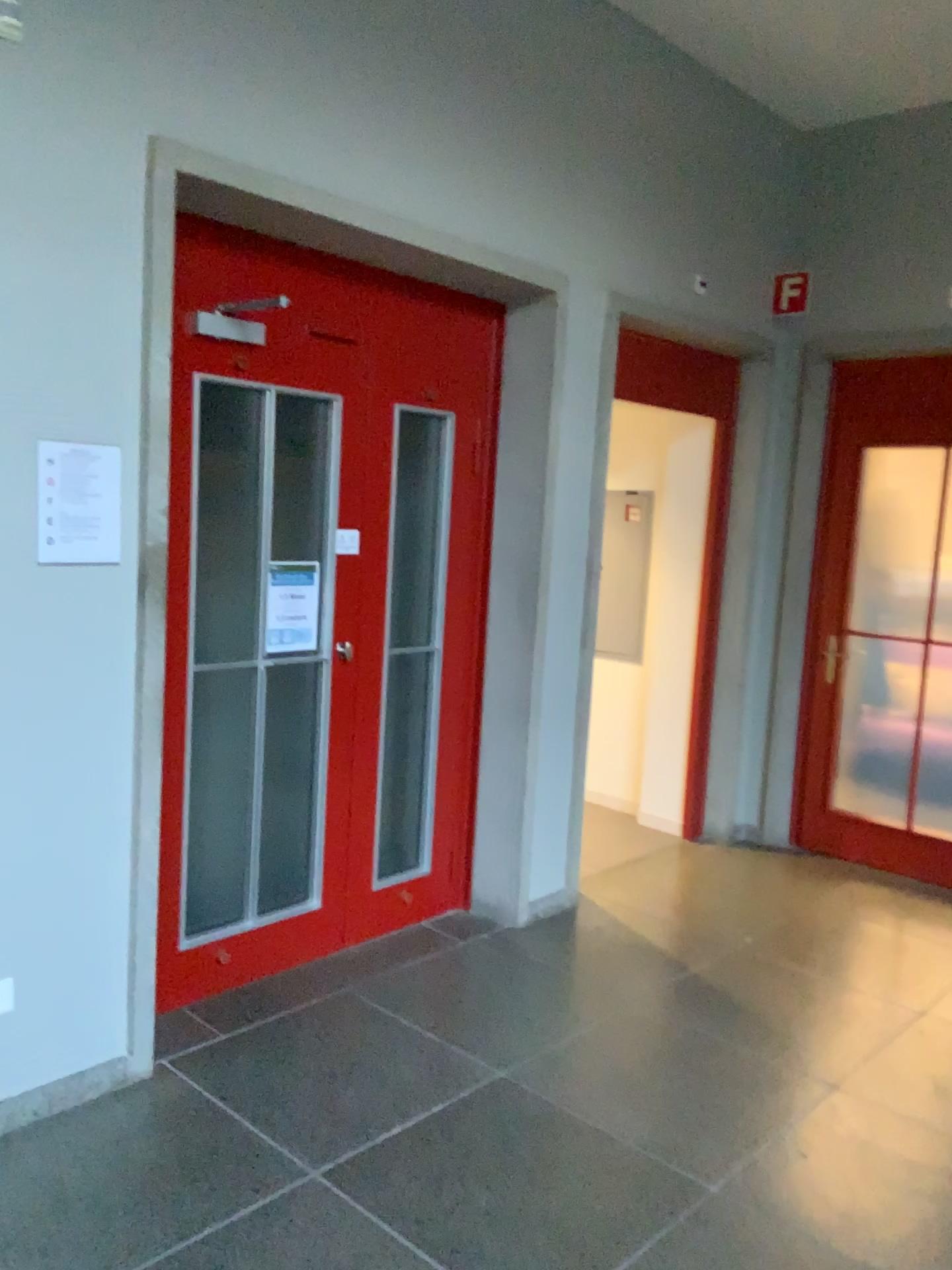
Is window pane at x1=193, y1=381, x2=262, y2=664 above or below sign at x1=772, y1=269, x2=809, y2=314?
below

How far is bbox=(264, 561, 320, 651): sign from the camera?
3.3m

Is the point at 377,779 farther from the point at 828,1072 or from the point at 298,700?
the point at 828,1072

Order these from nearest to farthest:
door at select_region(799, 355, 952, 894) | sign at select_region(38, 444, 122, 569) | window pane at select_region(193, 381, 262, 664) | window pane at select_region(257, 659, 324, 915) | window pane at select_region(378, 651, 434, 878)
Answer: sign at select_region(38, 444, 122, 569) < window pane at select_region(193, 381, 262, 664) < window pane at select_region(257, 659, 324, 915) < window pane at select_region(378, 651, 434, 878) < door at select_region(799, 355, 952, 894)

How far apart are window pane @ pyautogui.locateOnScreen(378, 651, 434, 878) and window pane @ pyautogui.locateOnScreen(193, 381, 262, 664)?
0.8m

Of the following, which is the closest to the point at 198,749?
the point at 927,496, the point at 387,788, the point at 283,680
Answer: the point at 283,680

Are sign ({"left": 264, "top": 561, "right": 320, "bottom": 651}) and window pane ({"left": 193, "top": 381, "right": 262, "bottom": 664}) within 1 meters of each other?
yes

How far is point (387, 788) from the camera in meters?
3.9 m

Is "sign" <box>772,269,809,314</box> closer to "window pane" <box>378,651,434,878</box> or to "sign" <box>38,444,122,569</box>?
"window pane" <box>378,651,434,878</box>

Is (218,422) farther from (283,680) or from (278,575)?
(283,680)
